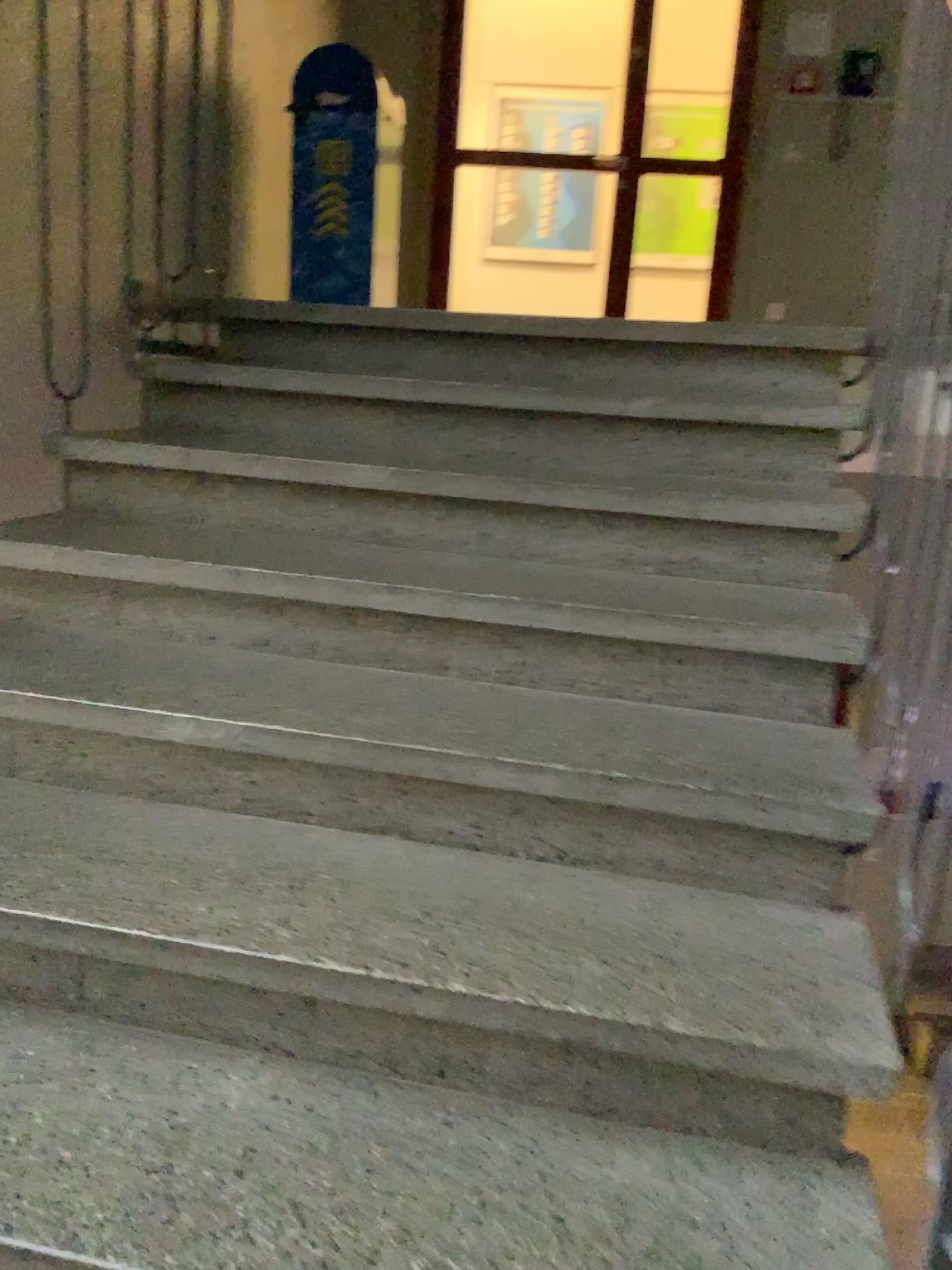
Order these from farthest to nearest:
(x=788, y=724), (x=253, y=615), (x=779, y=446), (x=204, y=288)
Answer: (x=204, y=288) → (x=779, y=446) → (x=253, y=615) → (x=788, y=724)

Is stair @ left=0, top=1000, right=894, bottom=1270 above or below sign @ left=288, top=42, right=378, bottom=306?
below

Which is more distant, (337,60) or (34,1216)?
(337,60)

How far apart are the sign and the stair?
3.5 meters

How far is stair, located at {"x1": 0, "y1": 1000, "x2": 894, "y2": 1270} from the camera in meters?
1.0 m

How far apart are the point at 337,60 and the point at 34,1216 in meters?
4.2

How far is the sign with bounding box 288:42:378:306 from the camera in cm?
418

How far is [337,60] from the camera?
4.2 meters

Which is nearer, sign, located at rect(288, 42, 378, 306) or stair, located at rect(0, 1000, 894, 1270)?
stair, located at rect(0, 1000, 894, 1270)
